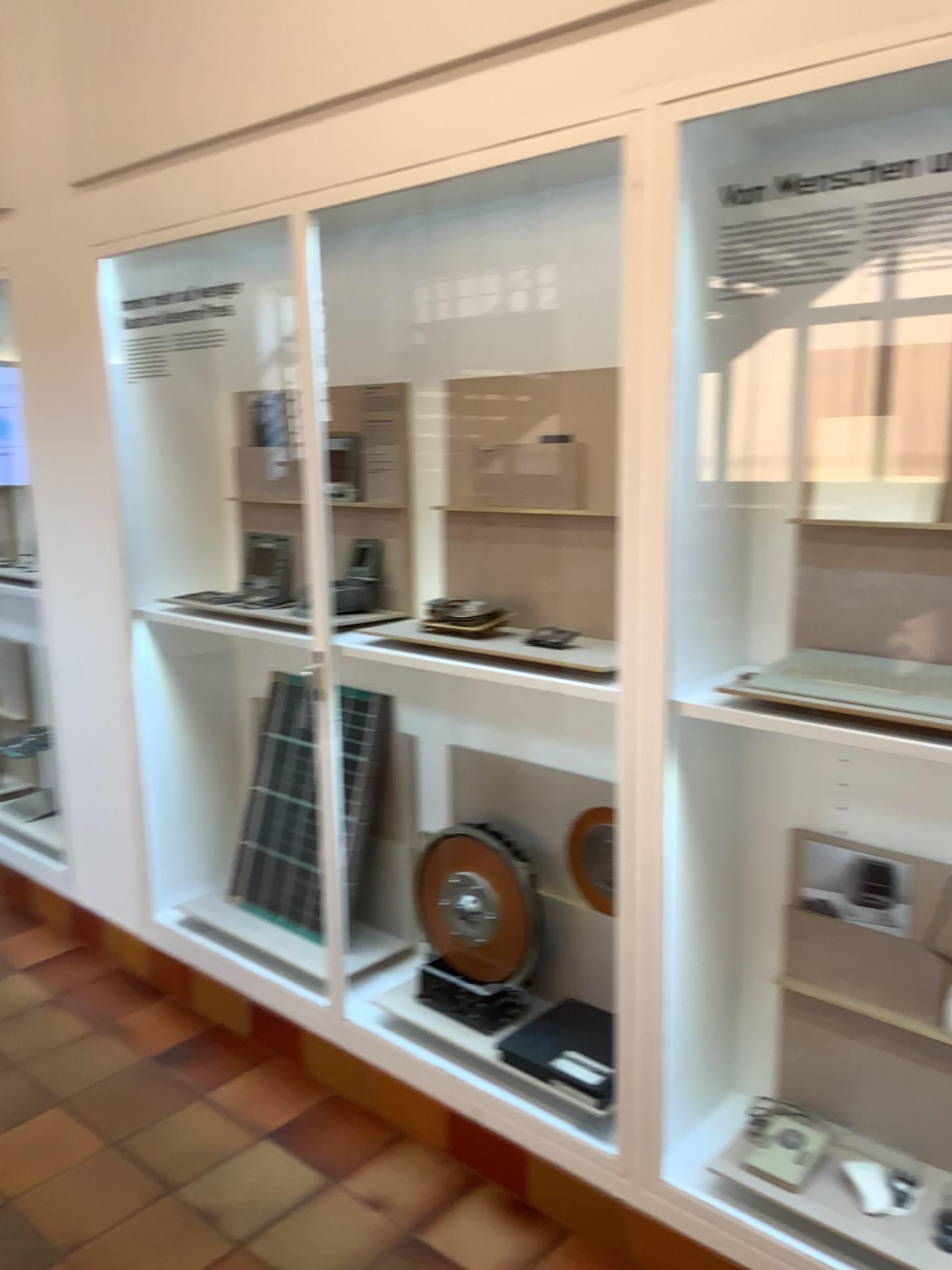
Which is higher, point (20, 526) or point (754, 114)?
point (754, 114)

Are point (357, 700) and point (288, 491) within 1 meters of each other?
yes

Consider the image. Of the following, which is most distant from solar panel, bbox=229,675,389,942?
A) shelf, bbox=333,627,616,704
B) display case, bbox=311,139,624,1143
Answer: shelf, bbox=333,627,616,704

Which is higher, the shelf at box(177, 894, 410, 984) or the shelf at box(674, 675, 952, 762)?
the shelf at box(674, 675, 952, 762)

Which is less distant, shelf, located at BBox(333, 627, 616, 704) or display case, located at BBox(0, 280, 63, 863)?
shelf, located at BBox(333, 627, 616, 704)

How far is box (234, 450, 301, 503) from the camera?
3.0m

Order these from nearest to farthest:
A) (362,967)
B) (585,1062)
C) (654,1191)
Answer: (654,1191), (585,1062), (362,967)

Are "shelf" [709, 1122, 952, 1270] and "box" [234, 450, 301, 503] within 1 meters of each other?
no

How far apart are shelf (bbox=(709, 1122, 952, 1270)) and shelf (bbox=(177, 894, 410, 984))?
1.1 meters

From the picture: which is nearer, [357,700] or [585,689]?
[585,689]
